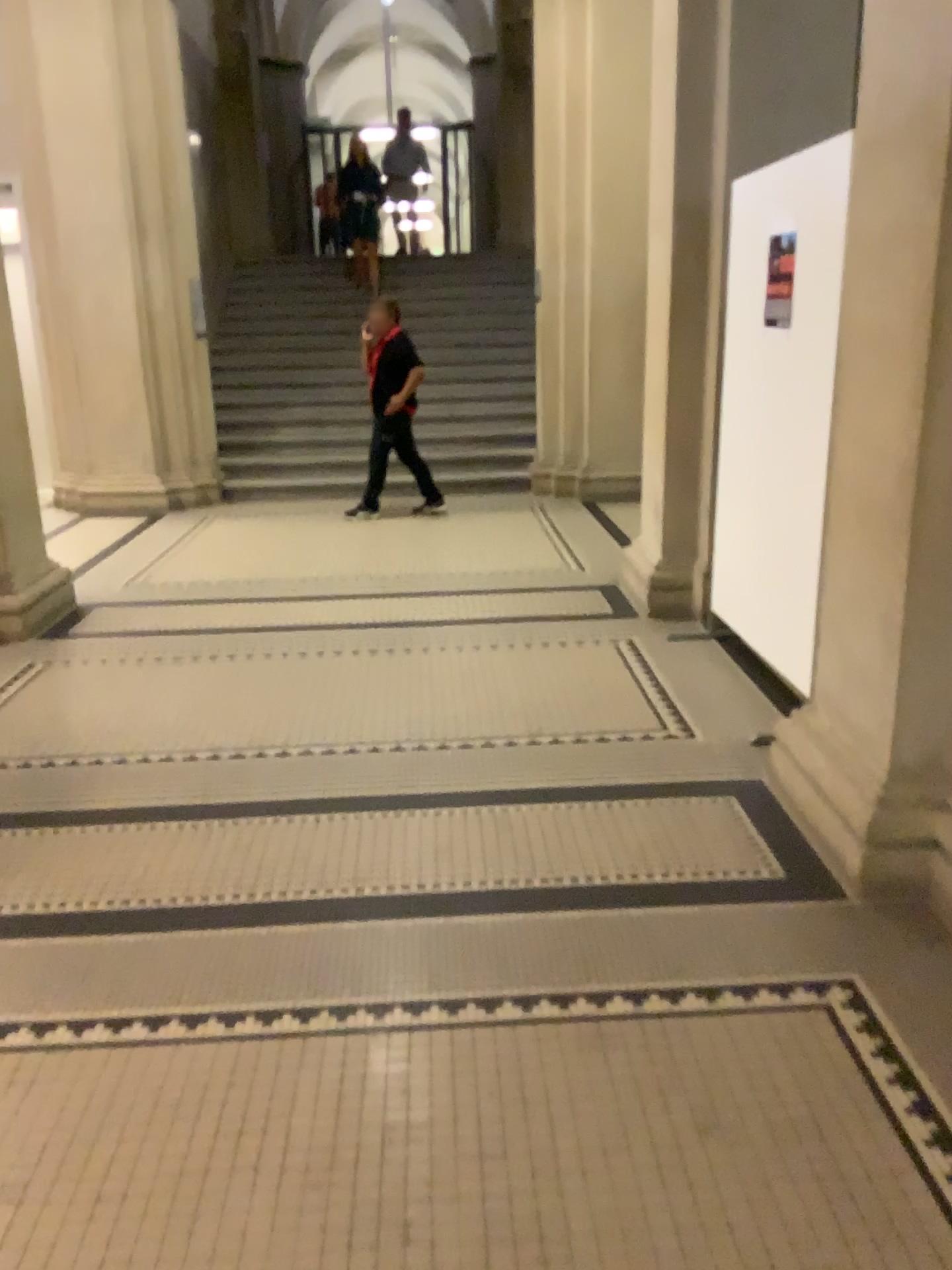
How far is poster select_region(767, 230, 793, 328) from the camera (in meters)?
3.64

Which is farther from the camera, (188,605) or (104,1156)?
(188,605)

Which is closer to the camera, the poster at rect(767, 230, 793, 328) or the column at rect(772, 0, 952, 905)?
the column at rect(772, 0, 952, 905)

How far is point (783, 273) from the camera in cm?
365

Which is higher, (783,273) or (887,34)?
(887,34)

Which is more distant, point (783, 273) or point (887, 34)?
point (783, 273)
